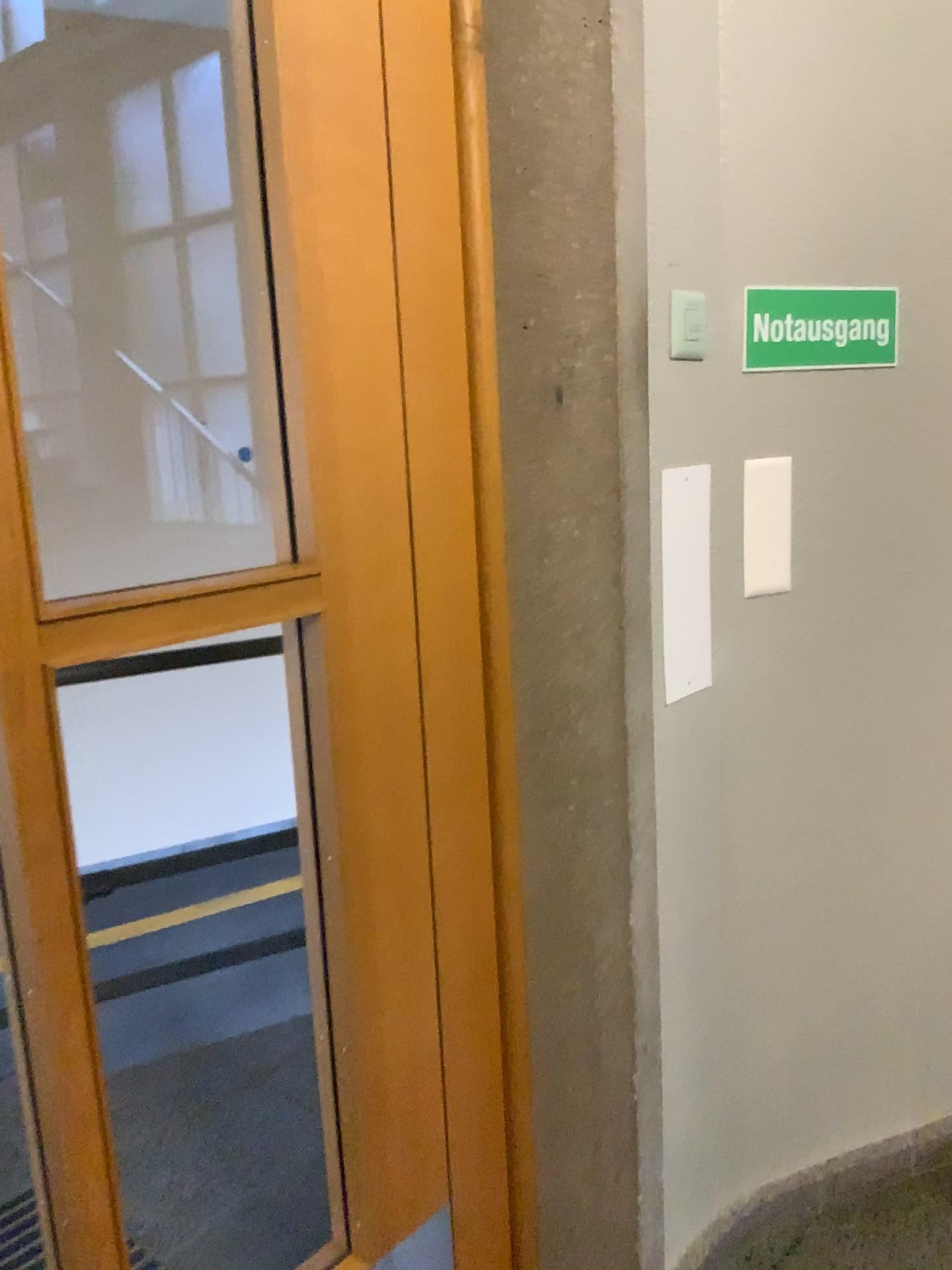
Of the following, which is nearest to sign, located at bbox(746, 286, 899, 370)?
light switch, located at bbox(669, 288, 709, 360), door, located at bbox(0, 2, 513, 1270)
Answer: light switch, located at bbox(669, 288, 709, 360)

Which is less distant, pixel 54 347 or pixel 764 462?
pixel 54 347

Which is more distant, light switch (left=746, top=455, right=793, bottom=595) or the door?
light switch (left=746, top=455, right=793, bottom=595)

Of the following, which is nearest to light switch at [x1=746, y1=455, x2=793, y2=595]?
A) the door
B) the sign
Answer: the sign

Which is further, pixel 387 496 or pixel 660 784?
pixel 660 784

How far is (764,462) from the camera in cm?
159

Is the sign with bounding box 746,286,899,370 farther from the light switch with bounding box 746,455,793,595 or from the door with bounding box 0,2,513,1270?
the door with bounding box 0,2,513,1270

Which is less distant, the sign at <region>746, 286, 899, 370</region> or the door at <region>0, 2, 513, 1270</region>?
the door at <region>0, 2, 513, 1270</region>

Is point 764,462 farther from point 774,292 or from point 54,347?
point 54,347

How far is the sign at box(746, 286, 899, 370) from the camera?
1.55m
